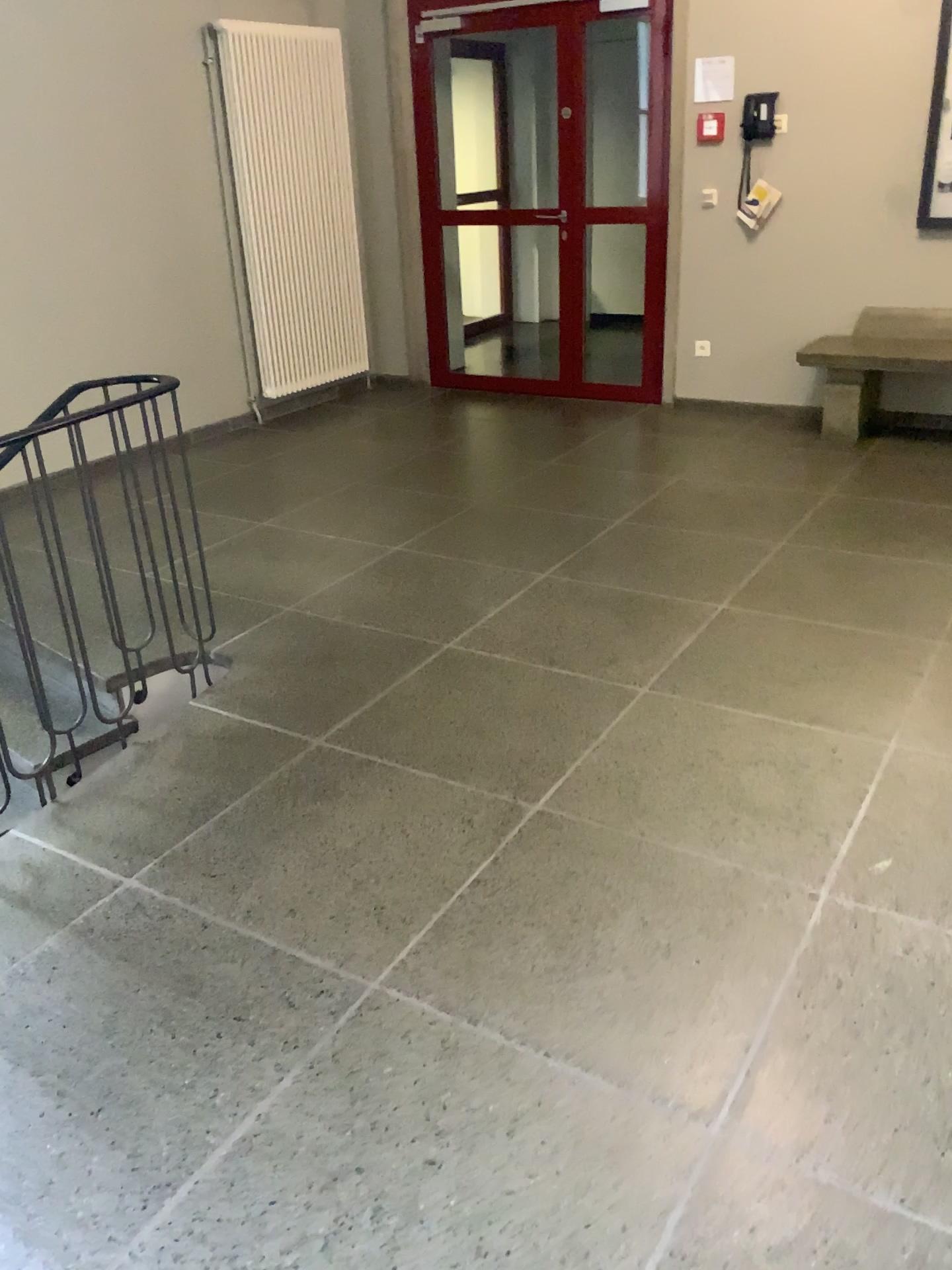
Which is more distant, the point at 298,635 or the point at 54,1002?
the point at 298,635
